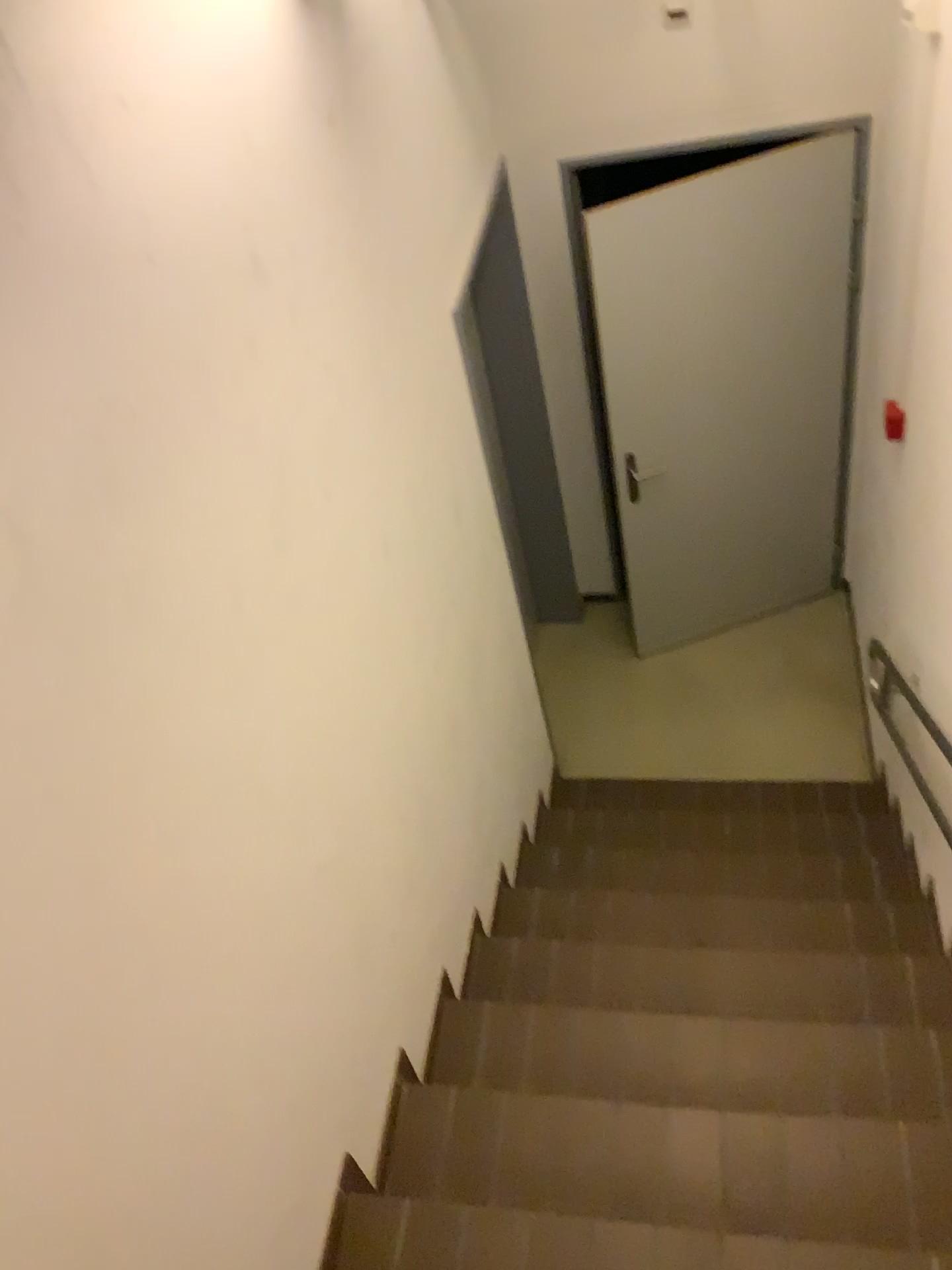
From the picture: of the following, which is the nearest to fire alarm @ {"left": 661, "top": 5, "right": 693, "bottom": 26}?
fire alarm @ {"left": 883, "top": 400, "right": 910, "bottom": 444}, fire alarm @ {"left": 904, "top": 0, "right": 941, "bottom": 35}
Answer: fire alarm @ {"left": 904, "top": 0, "right": 941, "bottom": 35}

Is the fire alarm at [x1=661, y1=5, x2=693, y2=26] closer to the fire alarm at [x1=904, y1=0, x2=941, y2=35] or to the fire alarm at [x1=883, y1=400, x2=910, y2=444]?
the fire alarm at [x1=904, y1=0, x2=941, y2=35]

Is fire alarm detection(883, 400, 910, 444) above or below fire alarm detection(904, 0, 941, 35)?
below

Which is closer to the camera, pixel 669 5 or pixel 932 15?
pixel 932 15

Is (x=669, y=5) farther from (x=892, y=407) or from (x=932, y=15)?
(x=892, y=407)

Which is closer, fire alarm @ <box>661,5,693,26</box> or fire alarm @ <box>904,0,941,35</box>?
fire alarm @ <box>904,0,941,35</box>

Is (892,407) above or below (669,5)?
below

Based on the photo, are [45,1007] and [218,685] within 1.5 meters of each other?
yes

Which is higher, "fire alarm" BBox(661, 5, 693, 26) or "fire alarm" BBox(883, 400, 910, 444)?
"fire alarm" BBox(661, 5, 693, 26)
